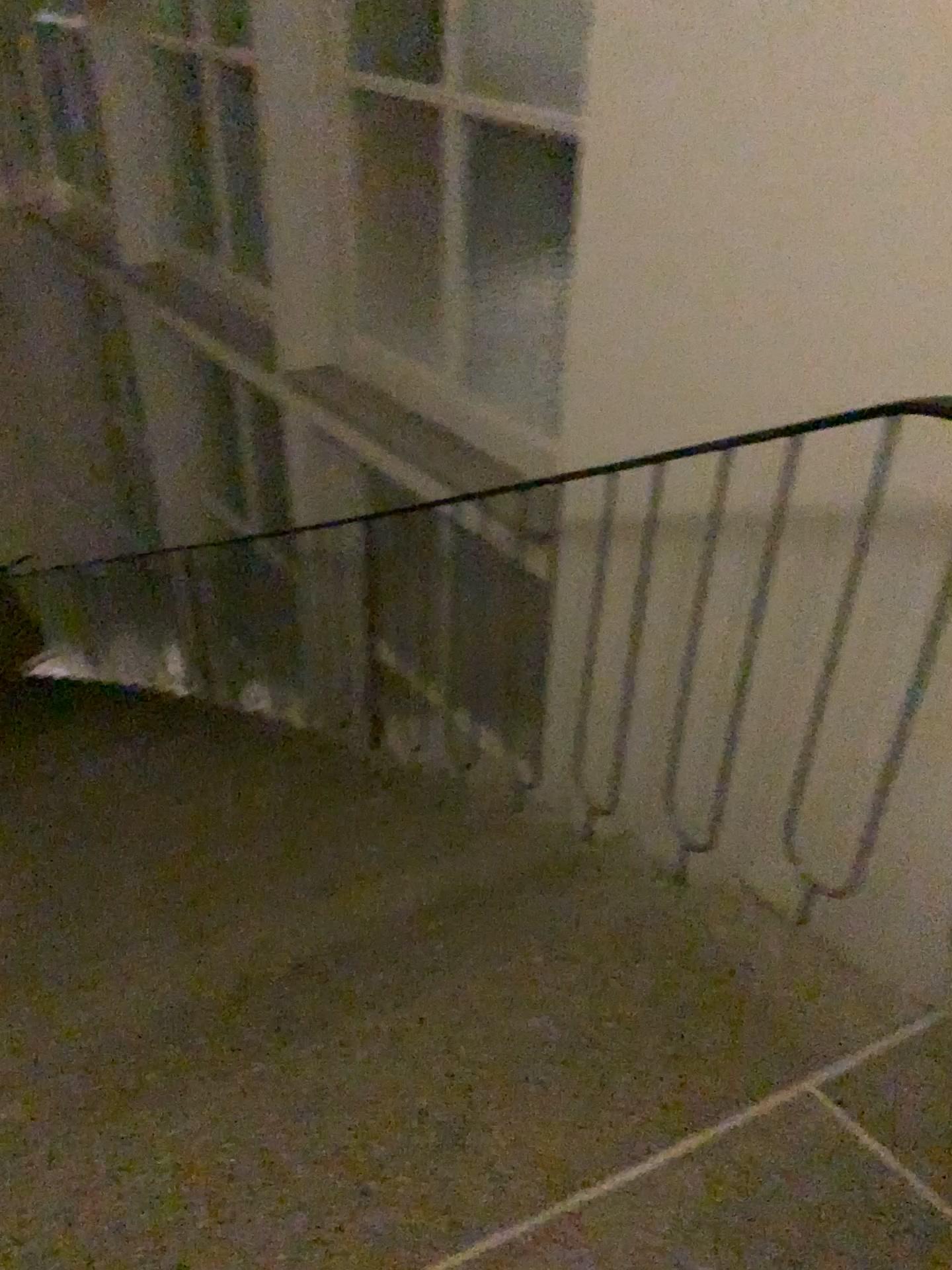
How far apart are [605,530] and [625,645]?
0.28m

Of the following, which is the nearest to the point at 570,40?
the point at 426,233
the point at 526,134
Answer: the point at 526,134

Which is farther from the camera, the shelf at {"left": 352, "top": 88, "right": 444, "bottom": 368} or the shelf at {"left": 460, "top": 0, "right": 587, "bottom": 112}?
the shelf at {"left": 352, "top": 88, "right": 444, "bottom": 368}

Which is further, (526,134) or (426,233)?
(426,233)

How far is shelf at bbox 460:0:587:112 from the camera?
2.4m

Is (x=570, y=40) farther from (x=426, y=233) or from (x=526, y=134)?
(x=426, y=233)

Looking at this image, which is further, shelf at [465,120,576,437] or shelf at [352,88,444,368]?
shelf at [352,88,444,368]
